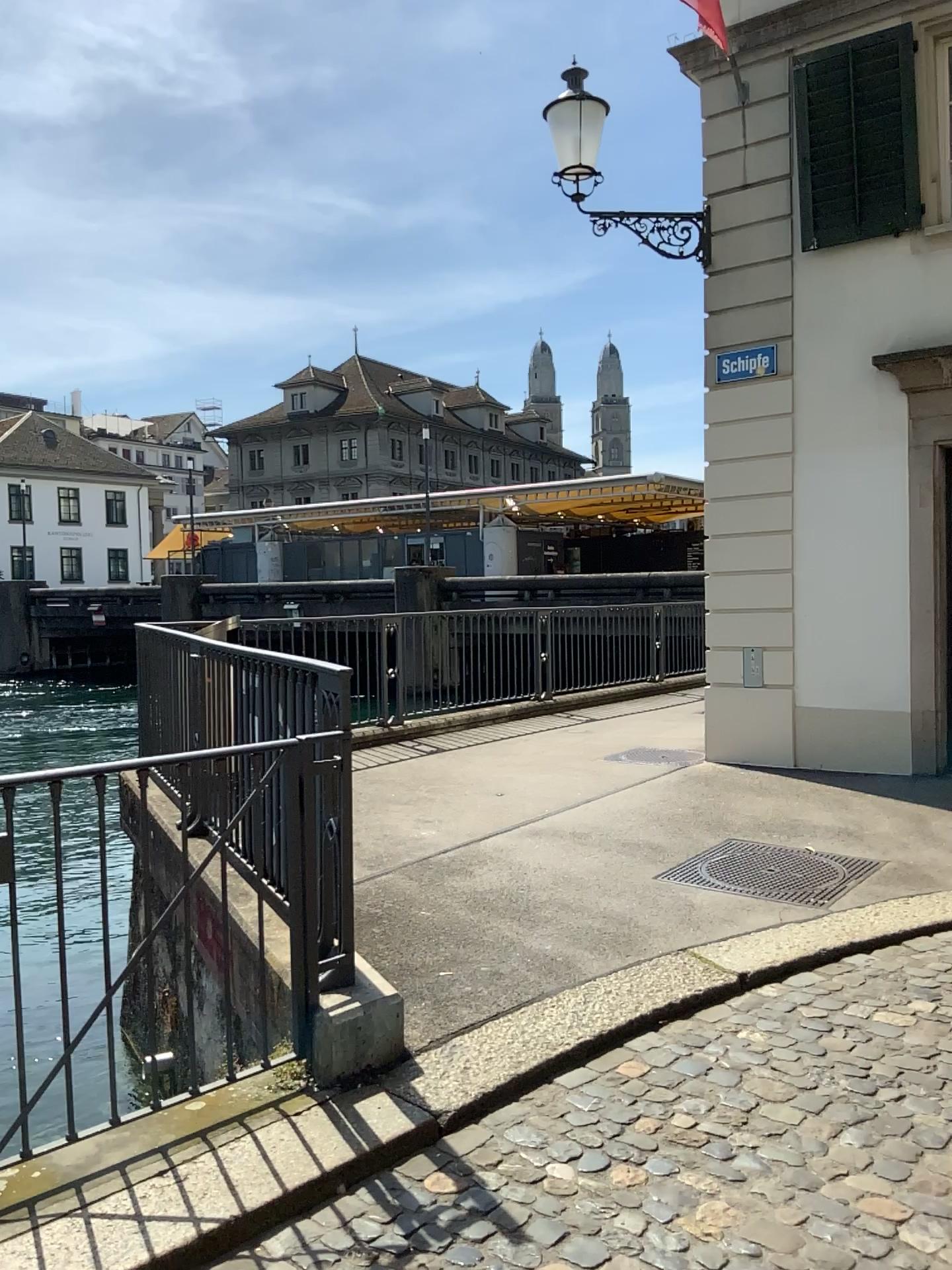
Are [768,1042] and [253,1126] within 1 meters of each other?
no
